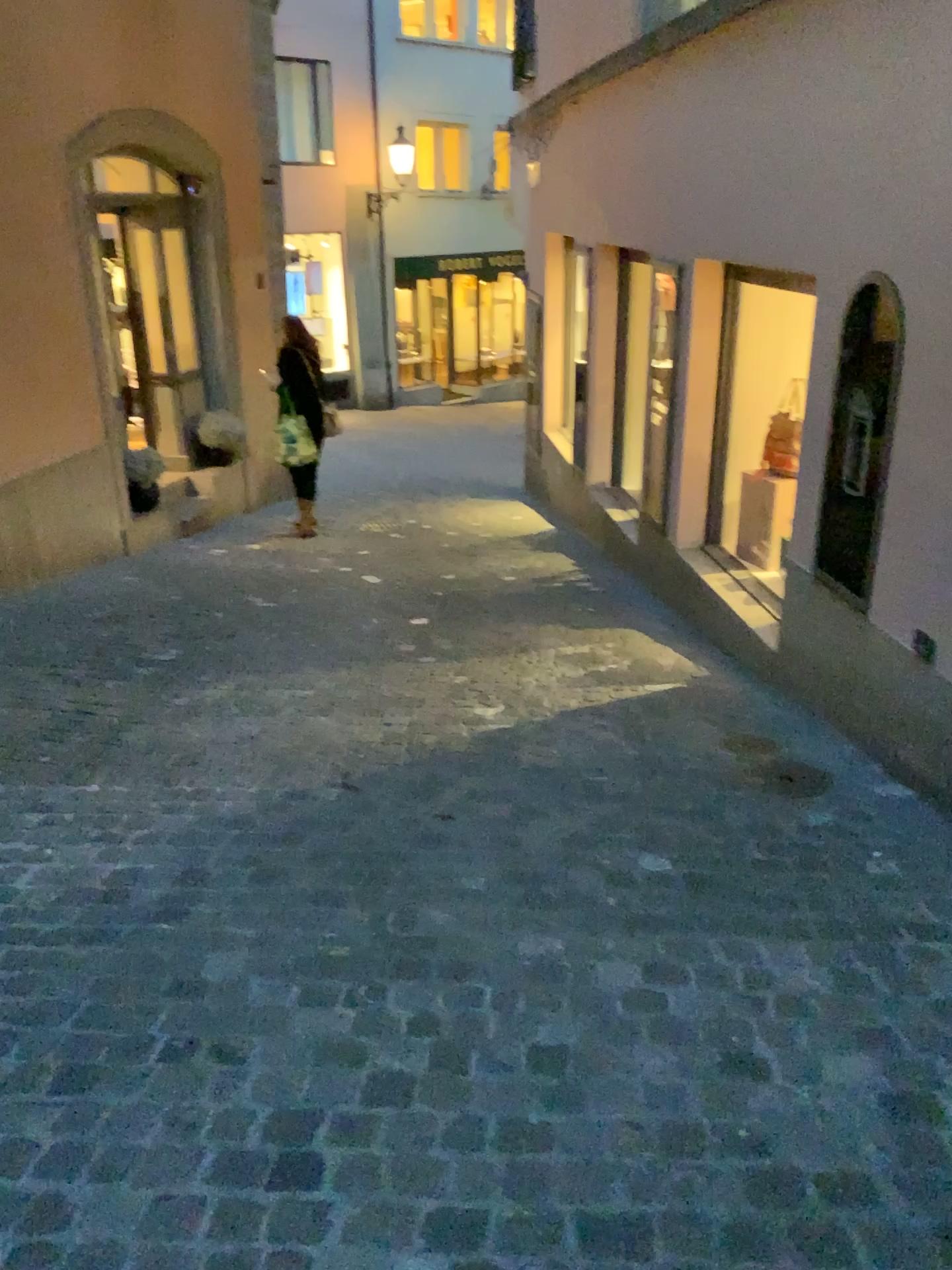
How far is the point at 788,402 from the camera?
3.8 meters

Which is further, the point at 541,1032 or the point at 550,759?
the point at 550,759

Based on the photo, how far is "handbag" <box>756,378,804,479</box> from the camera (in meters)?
3.85

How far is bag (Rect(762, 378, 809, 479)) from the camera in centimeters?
385cm

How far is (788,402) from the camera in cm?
385
